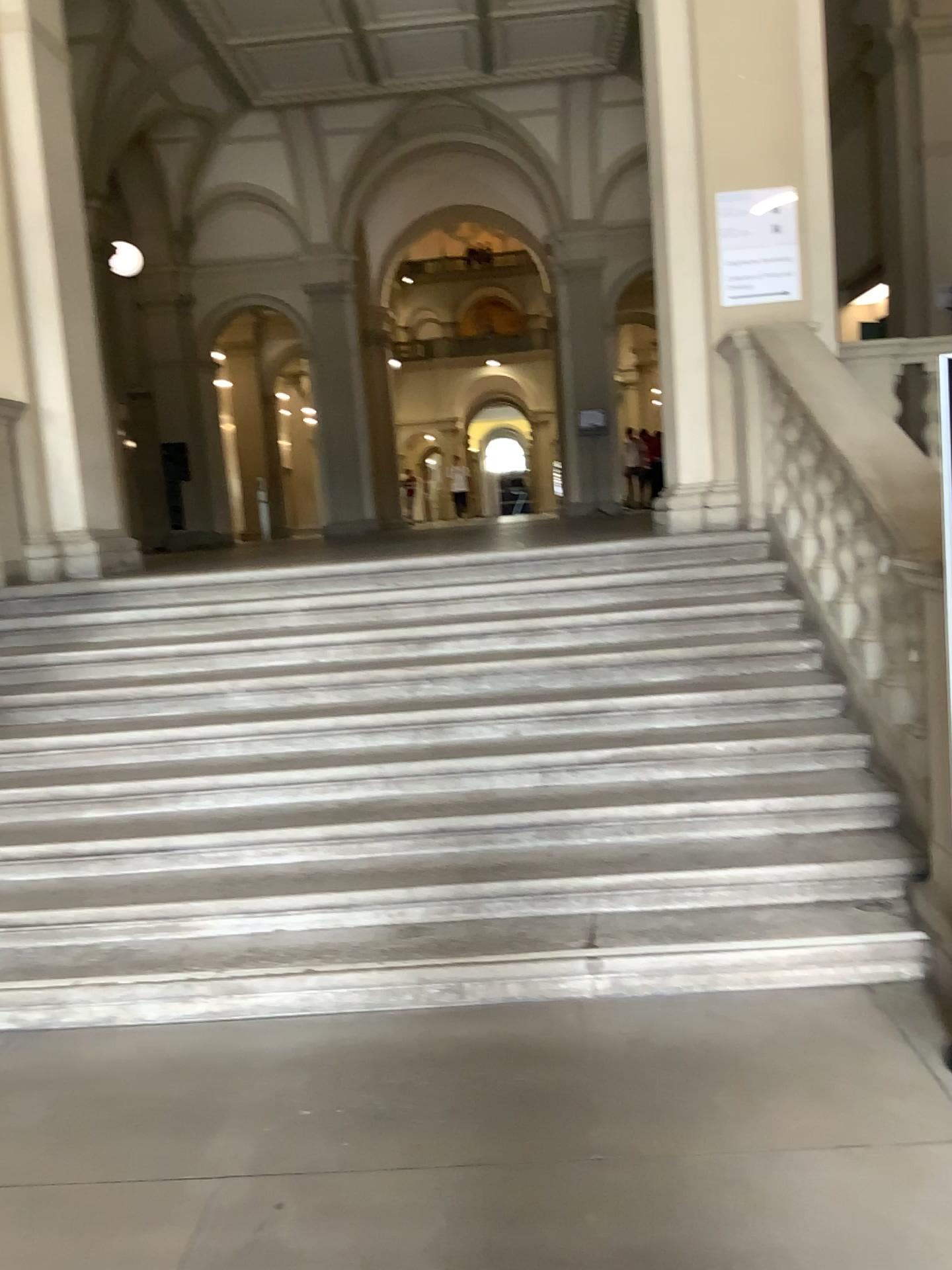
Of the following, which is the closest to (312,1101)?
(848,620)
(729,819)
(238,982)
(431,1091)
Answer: (431,1091)
